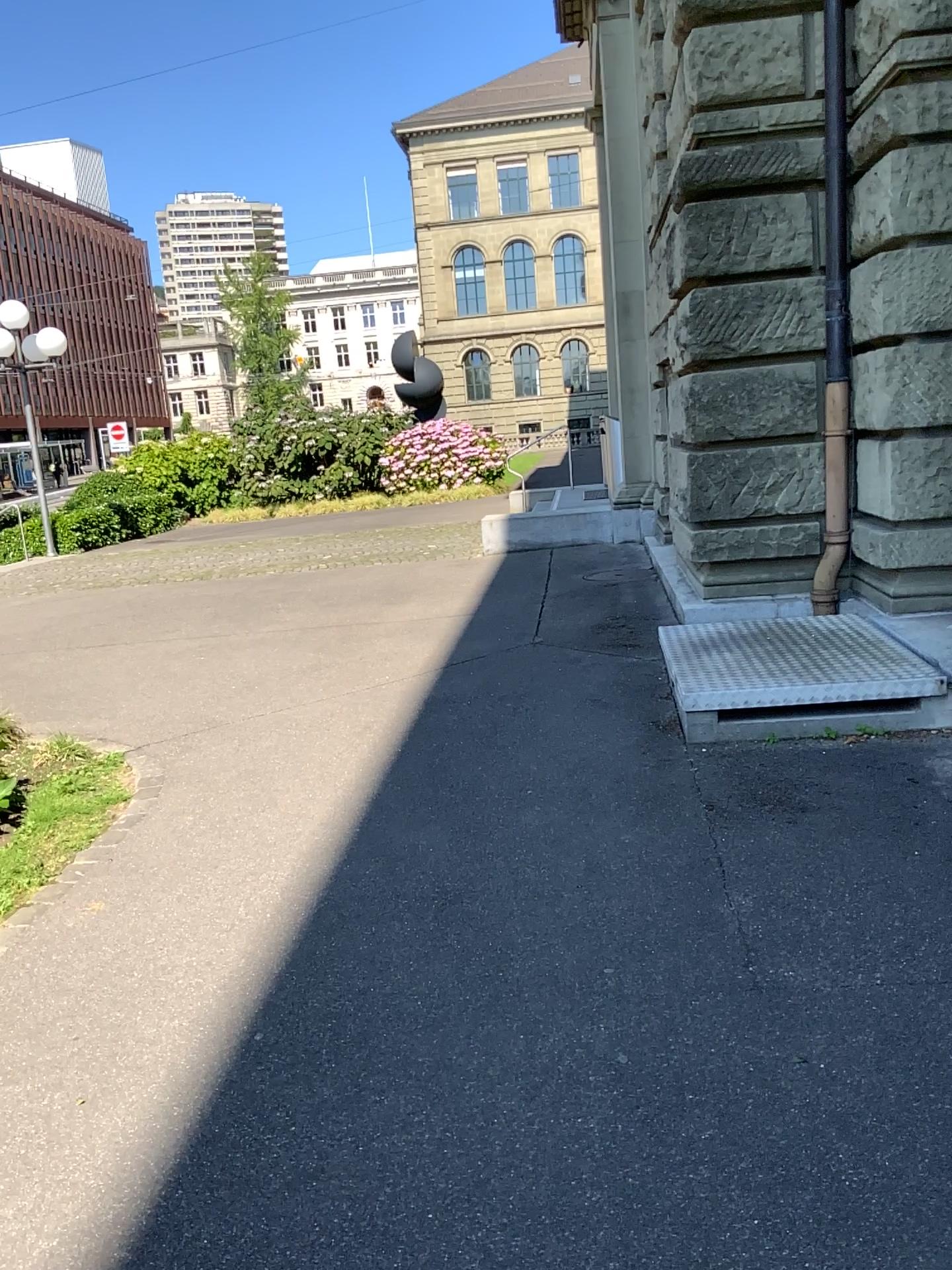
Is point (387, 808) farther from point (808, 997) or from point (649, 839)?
point (808, 997)
